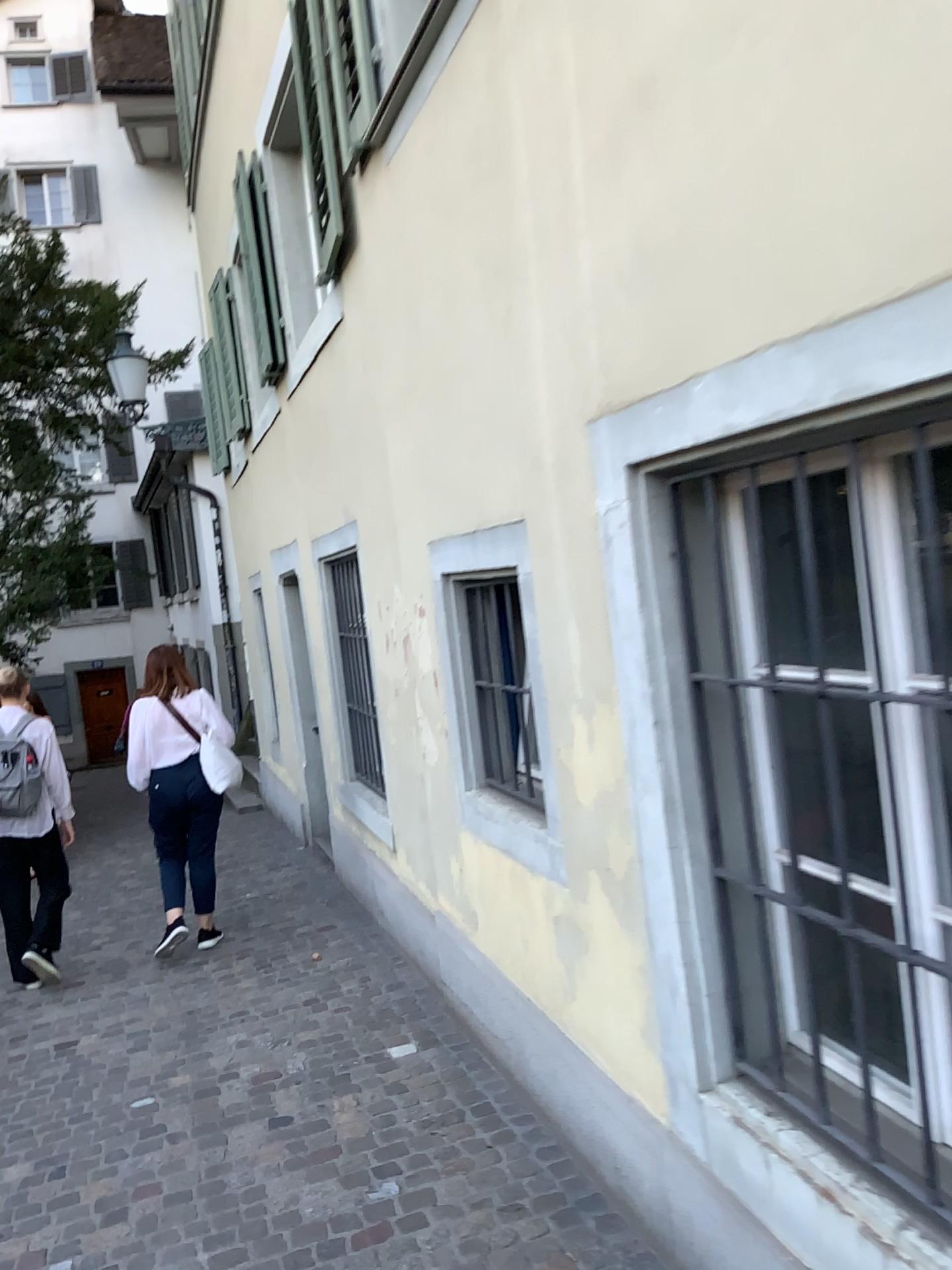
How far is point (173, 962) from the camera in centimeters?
543cm
